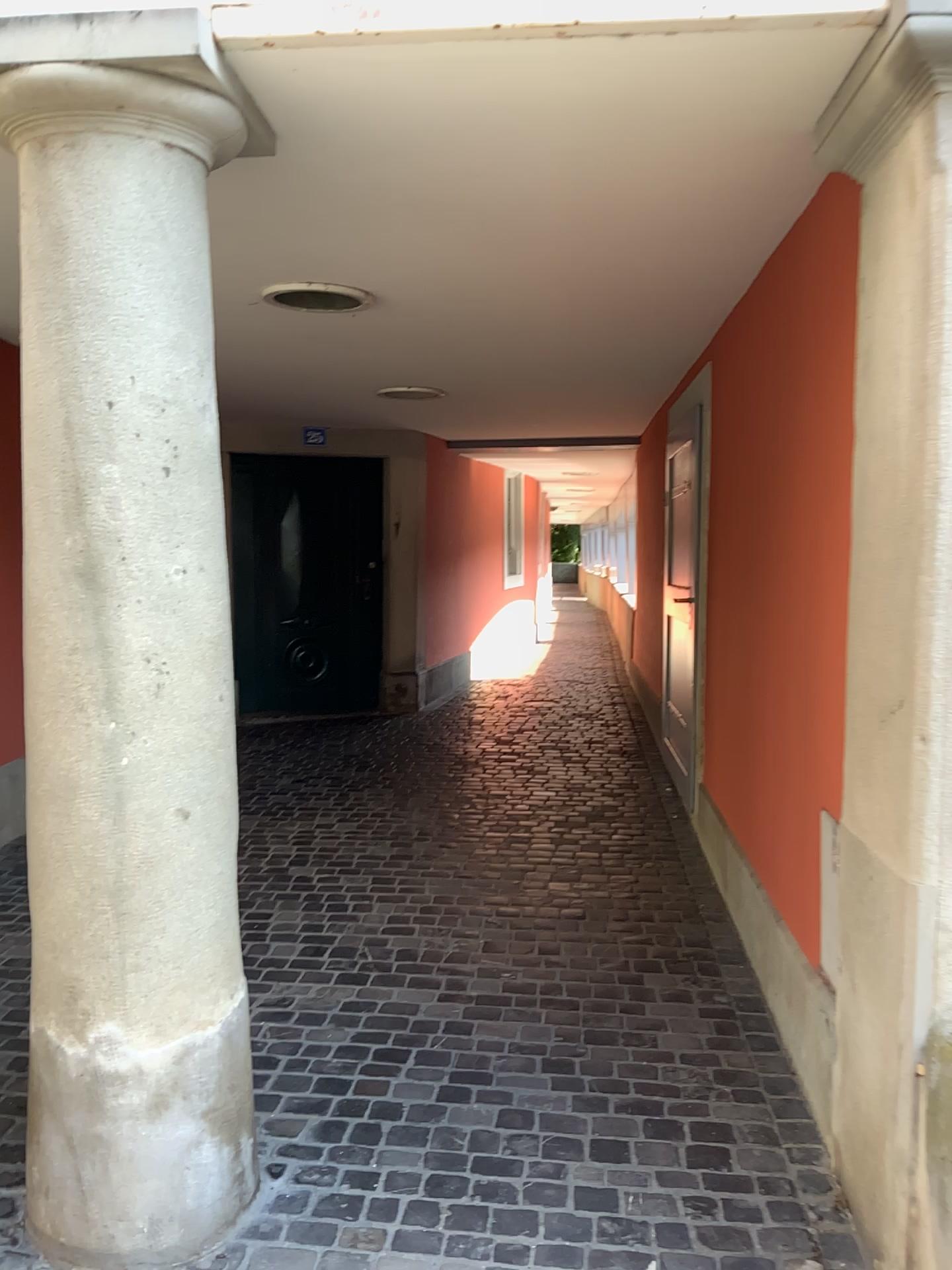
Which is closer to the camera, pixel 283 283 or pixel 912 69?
pixel 912 69

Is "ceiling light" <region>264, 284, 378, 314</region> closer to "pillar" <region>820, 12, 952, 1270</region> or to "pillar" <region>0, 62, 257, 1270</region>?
"pillar" <region>0, 62, 257, 1270</region>

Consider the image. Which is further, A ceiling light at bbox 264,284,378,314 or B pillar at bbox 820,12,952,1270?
A ceiling light at bbox 264,284,378,314

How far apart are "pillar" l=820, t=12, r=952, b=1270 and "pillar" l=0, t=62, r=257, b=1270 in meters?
1.1 m

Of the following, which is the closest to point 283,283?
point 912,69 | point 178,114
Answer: point 178,114

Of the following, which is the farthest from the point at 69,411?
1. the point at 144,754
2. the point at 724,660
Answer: the point at 724,660

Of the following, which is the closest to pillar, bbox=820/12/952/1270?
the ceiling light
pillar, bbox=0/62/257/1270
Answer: pillar, bbox=0/62/257/1270

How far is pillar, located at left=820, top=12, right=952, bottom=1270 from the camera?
1.7 meters

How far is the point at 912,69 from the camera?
1.74m
